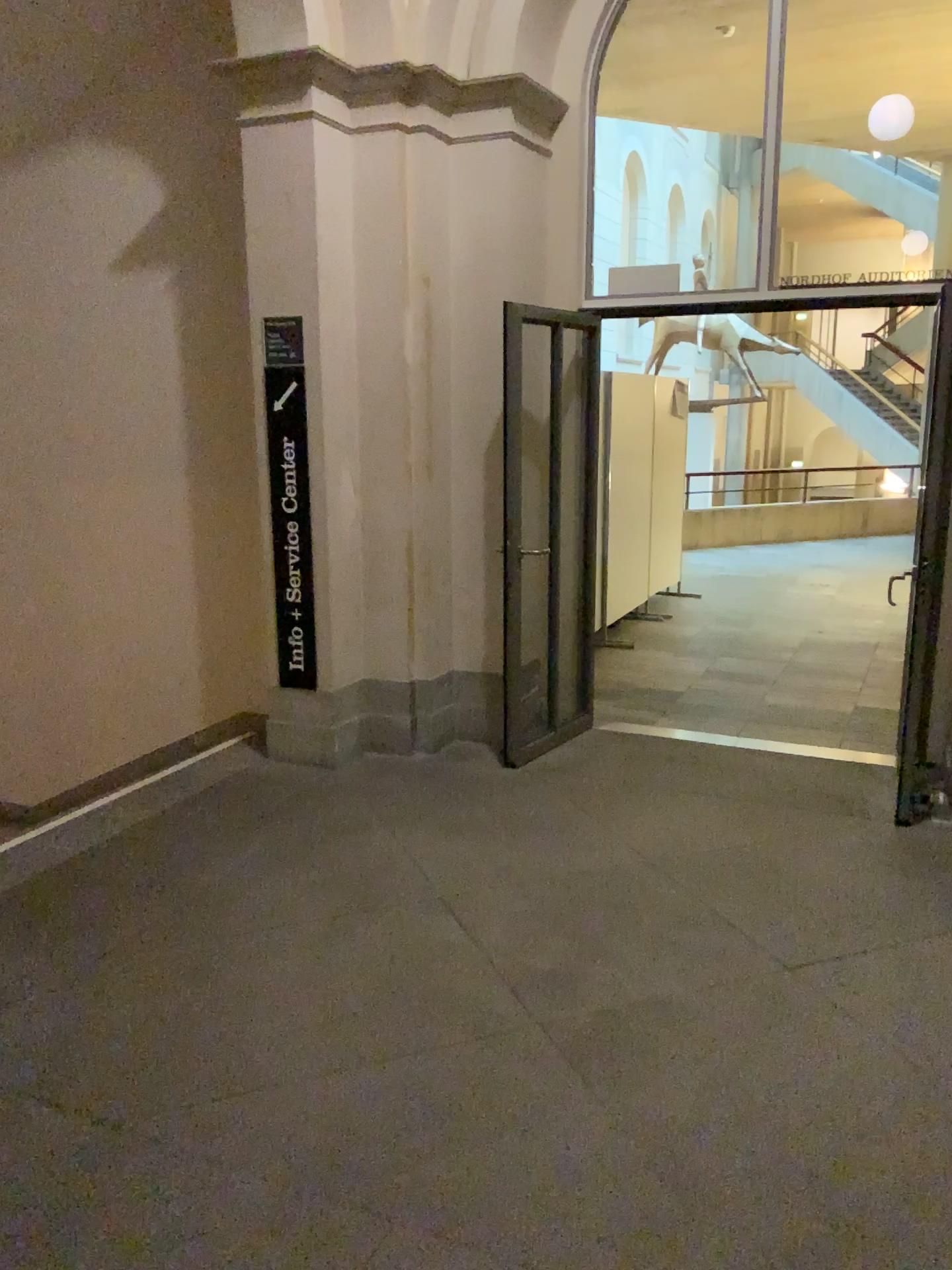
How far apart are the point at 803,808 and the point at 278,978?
2.37m
